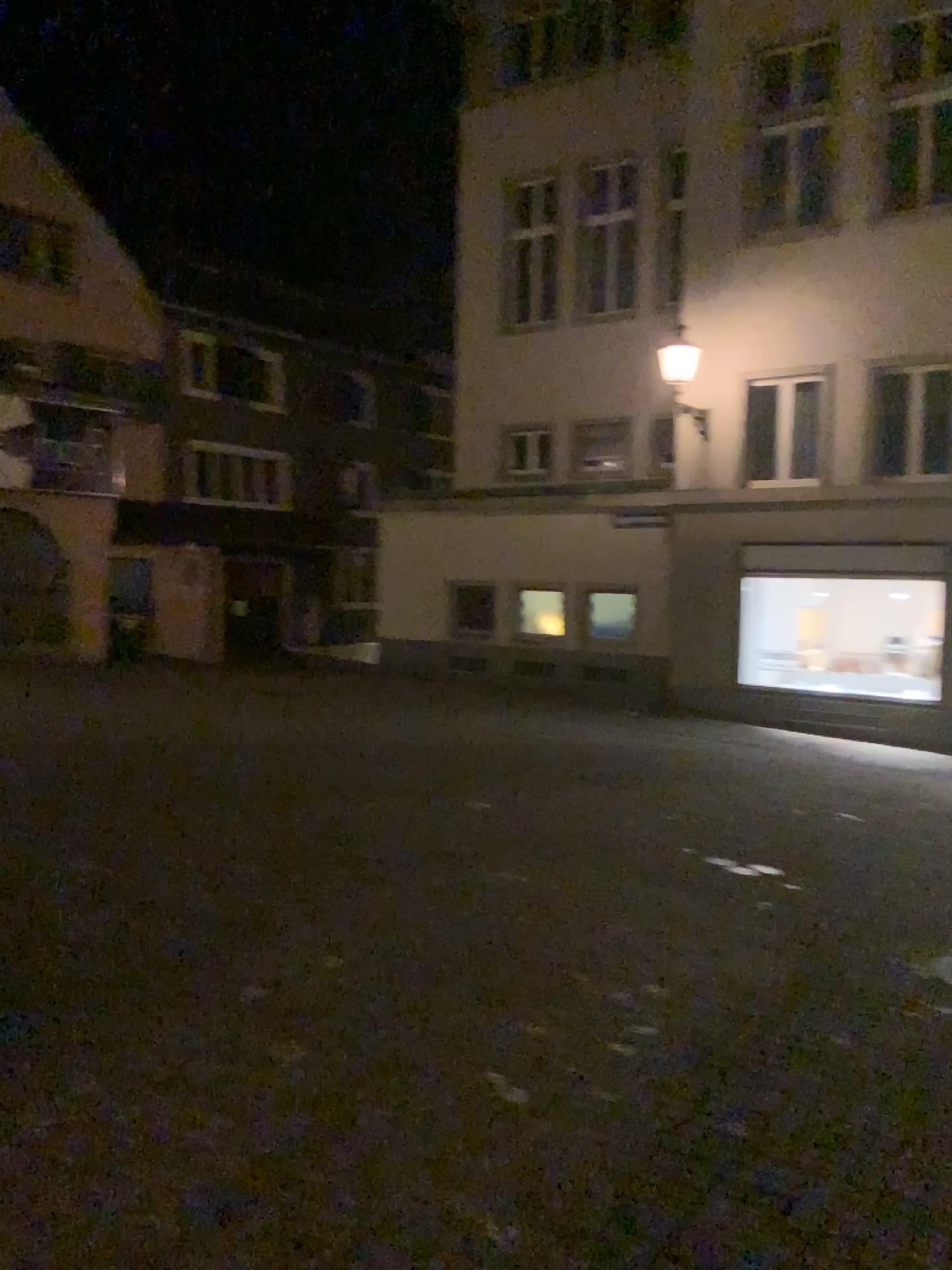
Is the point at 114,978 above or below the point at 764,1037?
above
